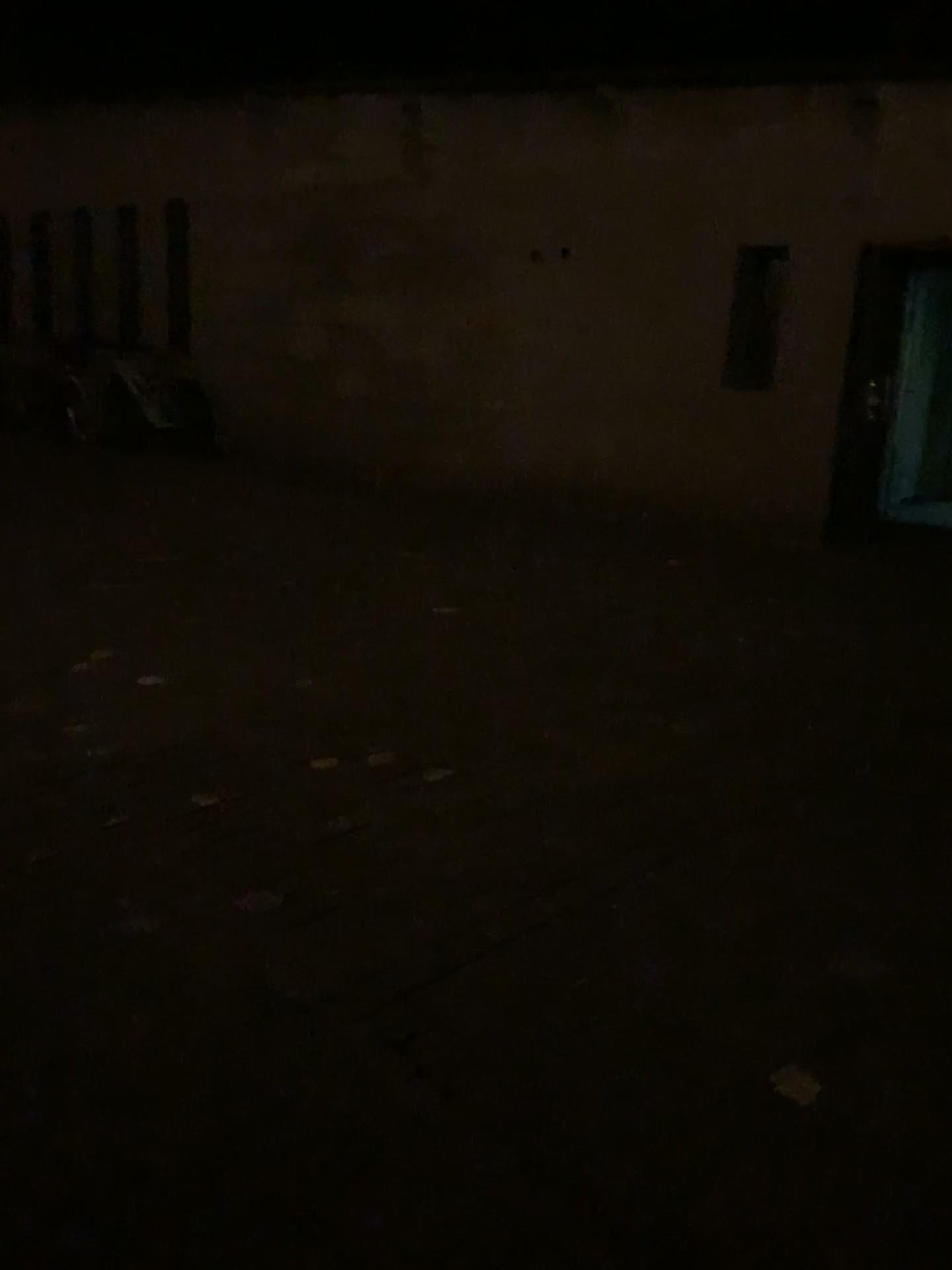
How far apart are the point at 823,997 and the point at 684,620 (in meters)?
2.91
